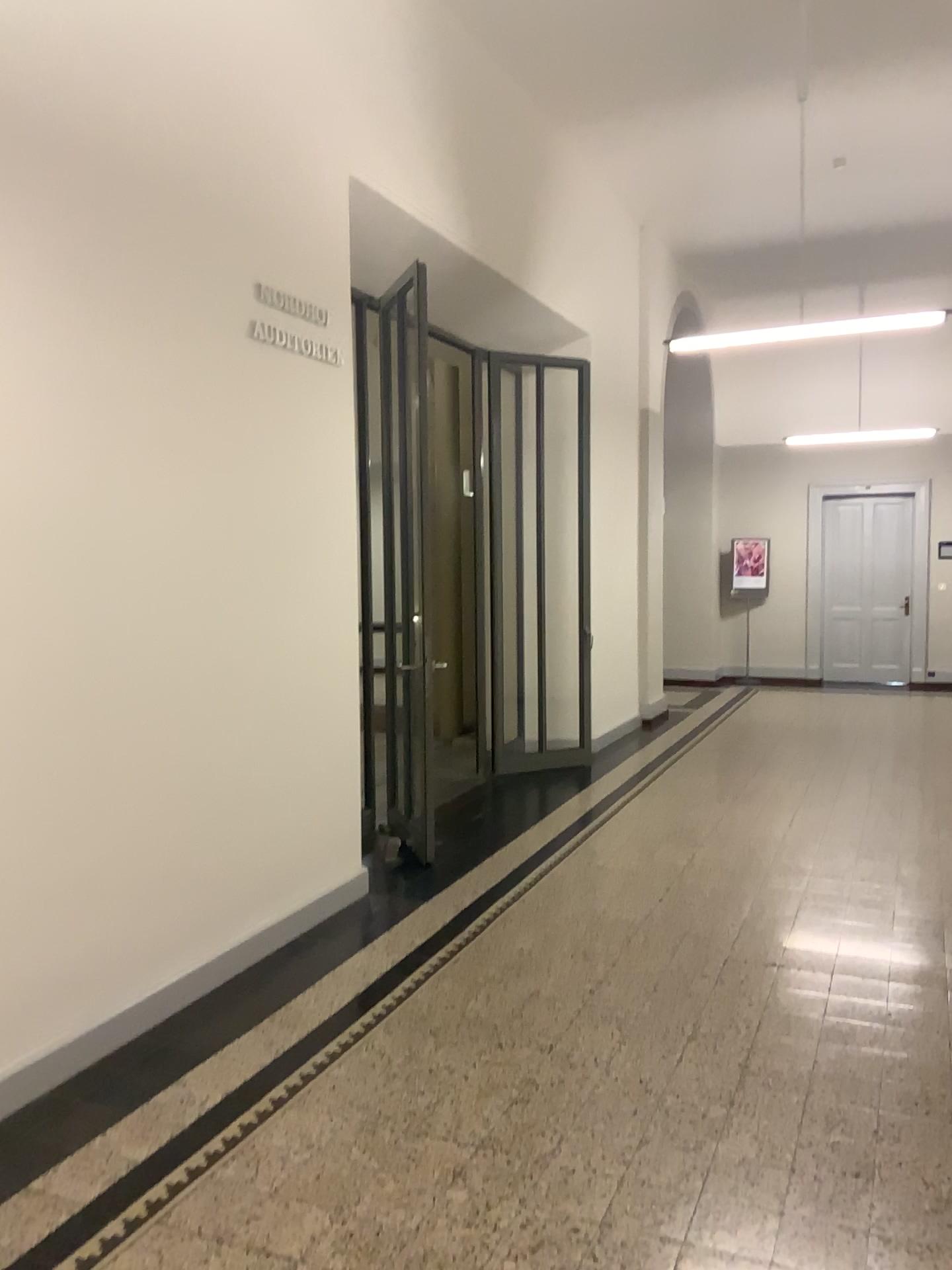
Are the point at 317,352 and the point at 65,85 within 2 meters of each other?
yes
